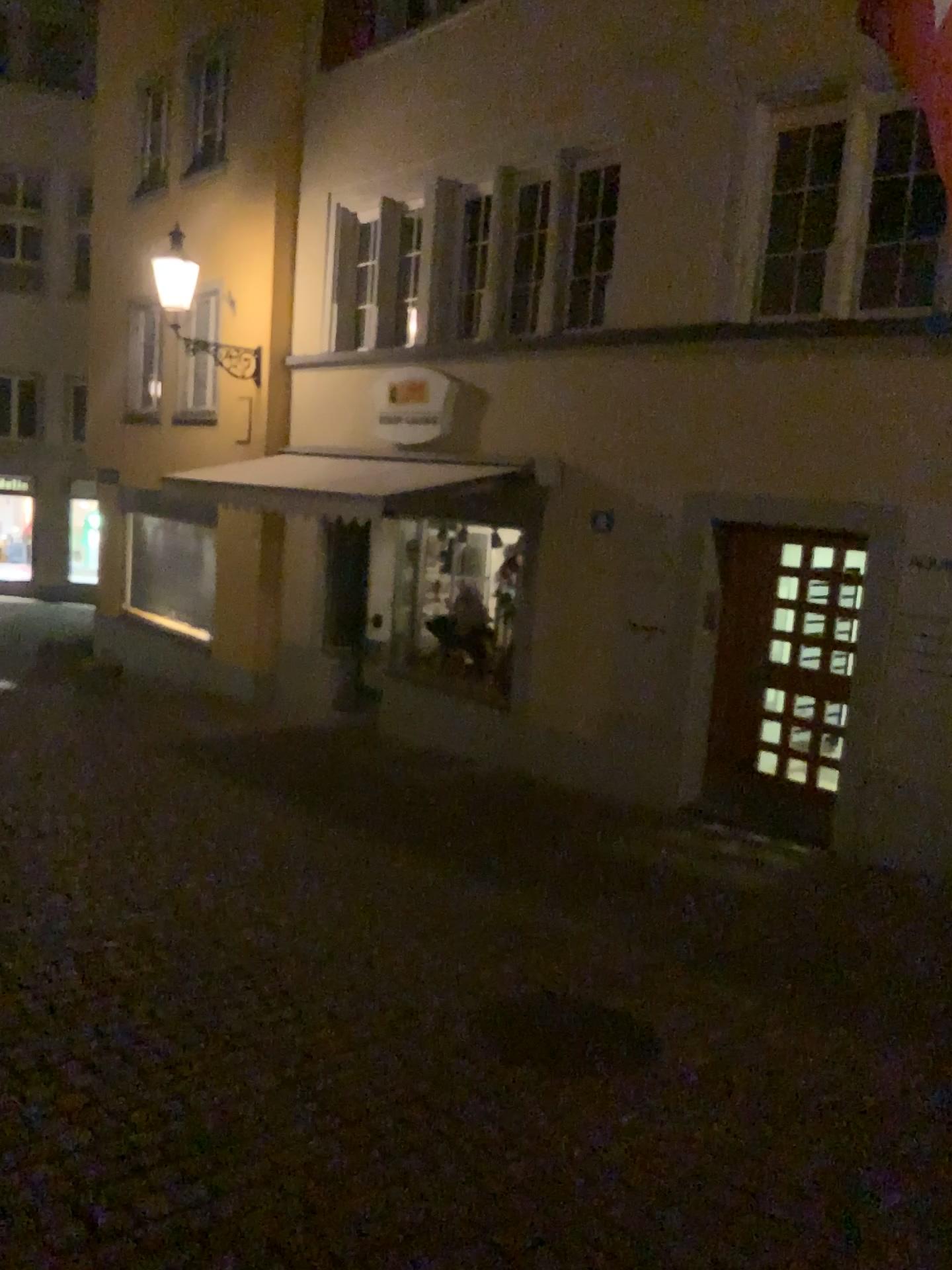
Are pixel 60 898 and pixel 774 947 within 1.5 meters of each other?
no
